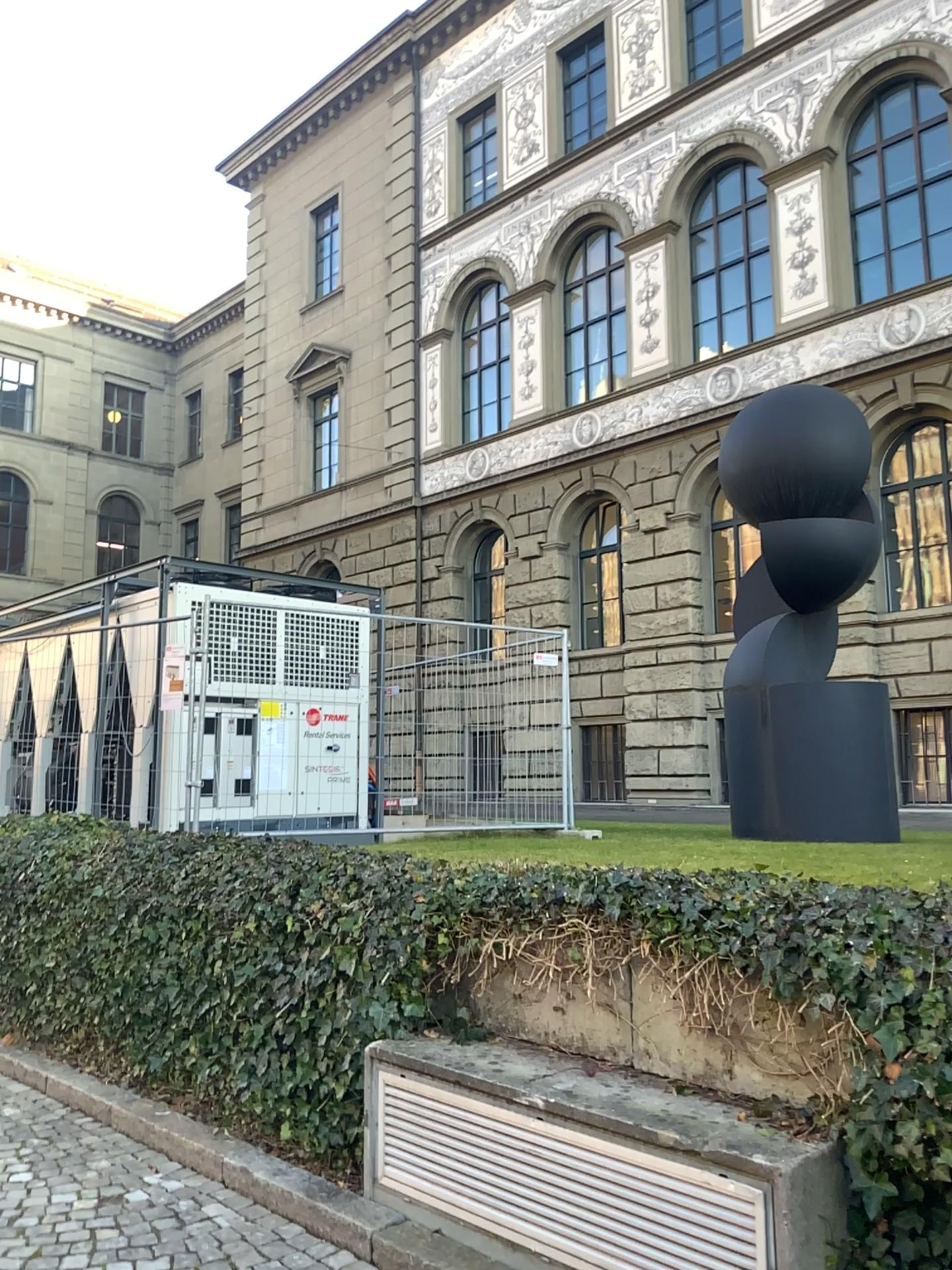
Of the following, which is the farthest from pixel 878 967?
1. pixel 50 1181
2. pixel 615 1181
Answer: pixel 50 1181
